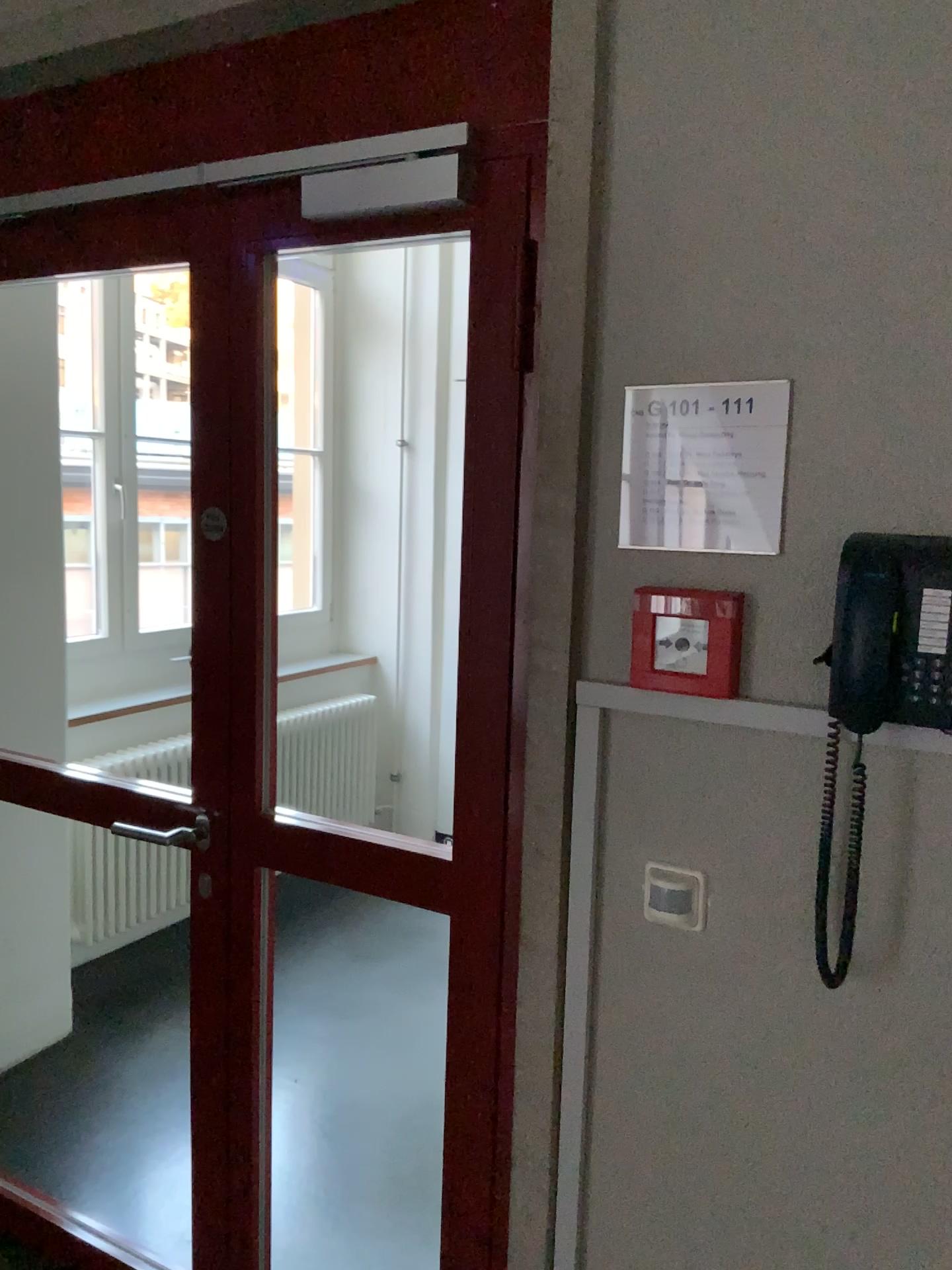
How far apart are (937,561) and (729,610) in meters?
0.3

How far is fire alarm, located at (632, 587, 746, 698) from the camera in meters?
1.3 m

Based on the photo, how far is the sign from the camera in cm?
131

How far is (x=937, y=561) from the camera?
1.1m

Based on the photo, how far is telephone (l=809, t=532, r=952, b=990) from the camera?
1.1 meters

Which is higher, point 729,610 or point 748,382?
point 748,382

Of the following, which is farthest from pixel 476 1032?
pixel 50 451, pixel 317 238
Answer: pixel 50 451
